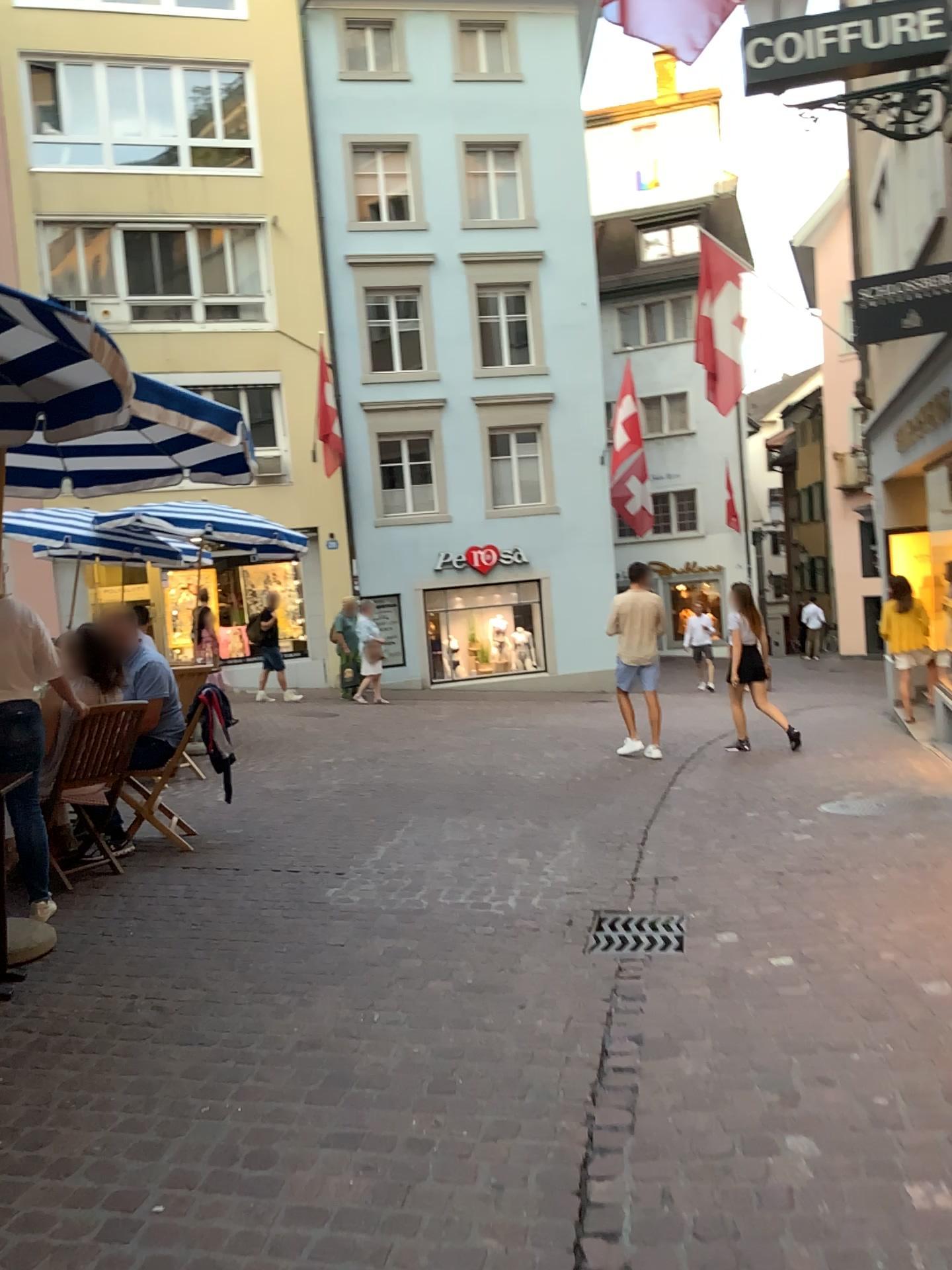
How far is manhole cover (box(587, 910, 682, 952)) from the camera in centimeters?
401cm

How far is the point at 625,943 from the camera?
4.0 meters

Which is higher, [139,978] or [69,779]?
[69,779]
